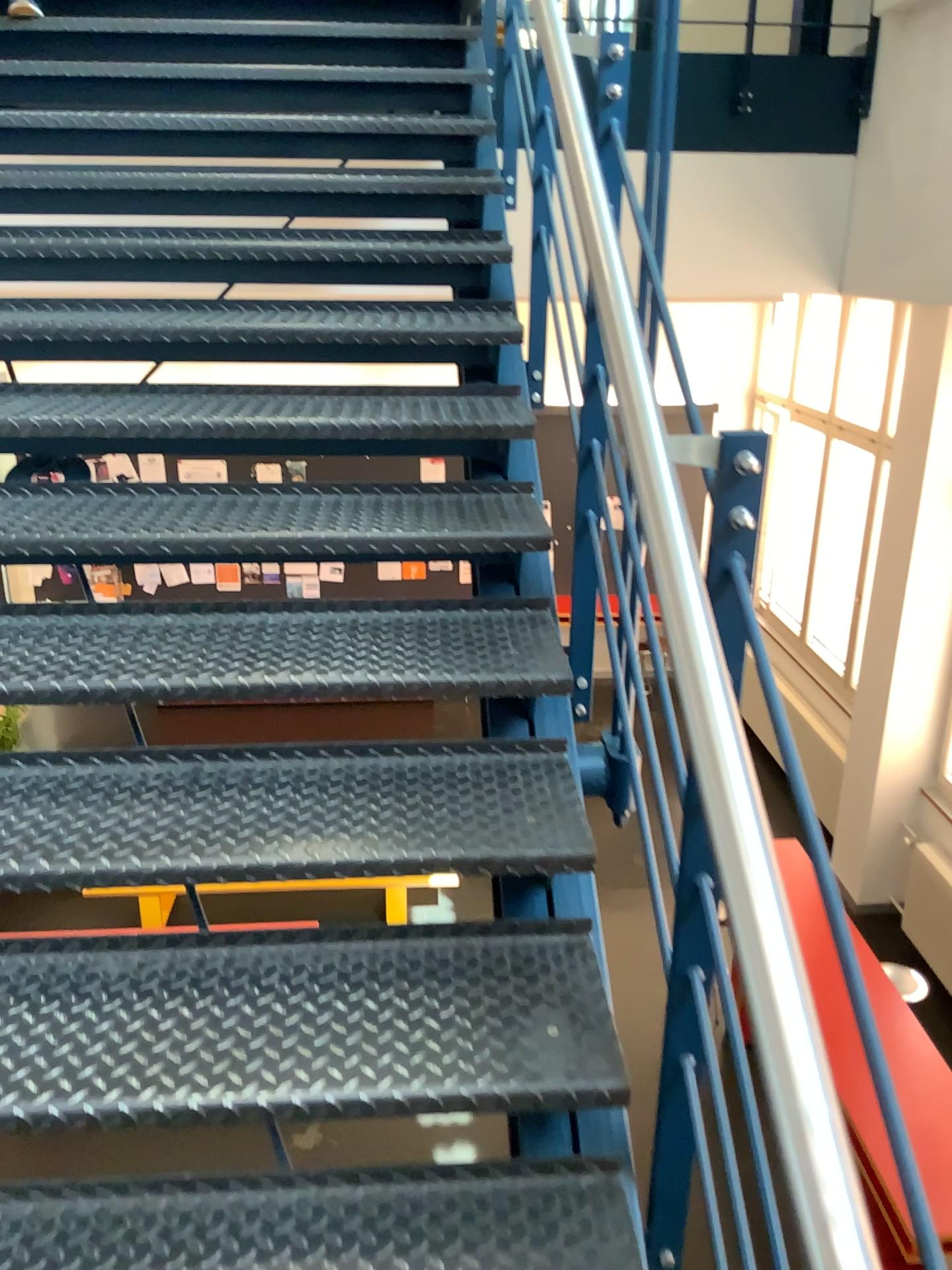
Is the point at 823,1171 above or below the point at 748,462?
below

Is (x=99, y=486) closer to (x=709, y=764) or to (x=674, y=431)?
(x=674, y=431)

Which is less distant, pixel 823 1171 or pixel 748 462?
pixel 823 1171

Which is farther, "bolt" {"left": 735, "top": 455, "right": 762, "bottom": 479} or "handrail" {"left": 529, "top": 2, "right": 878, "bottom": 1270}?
"bolt" {"left": 735, "top": 455, "right": 762, "bottom": 479}
